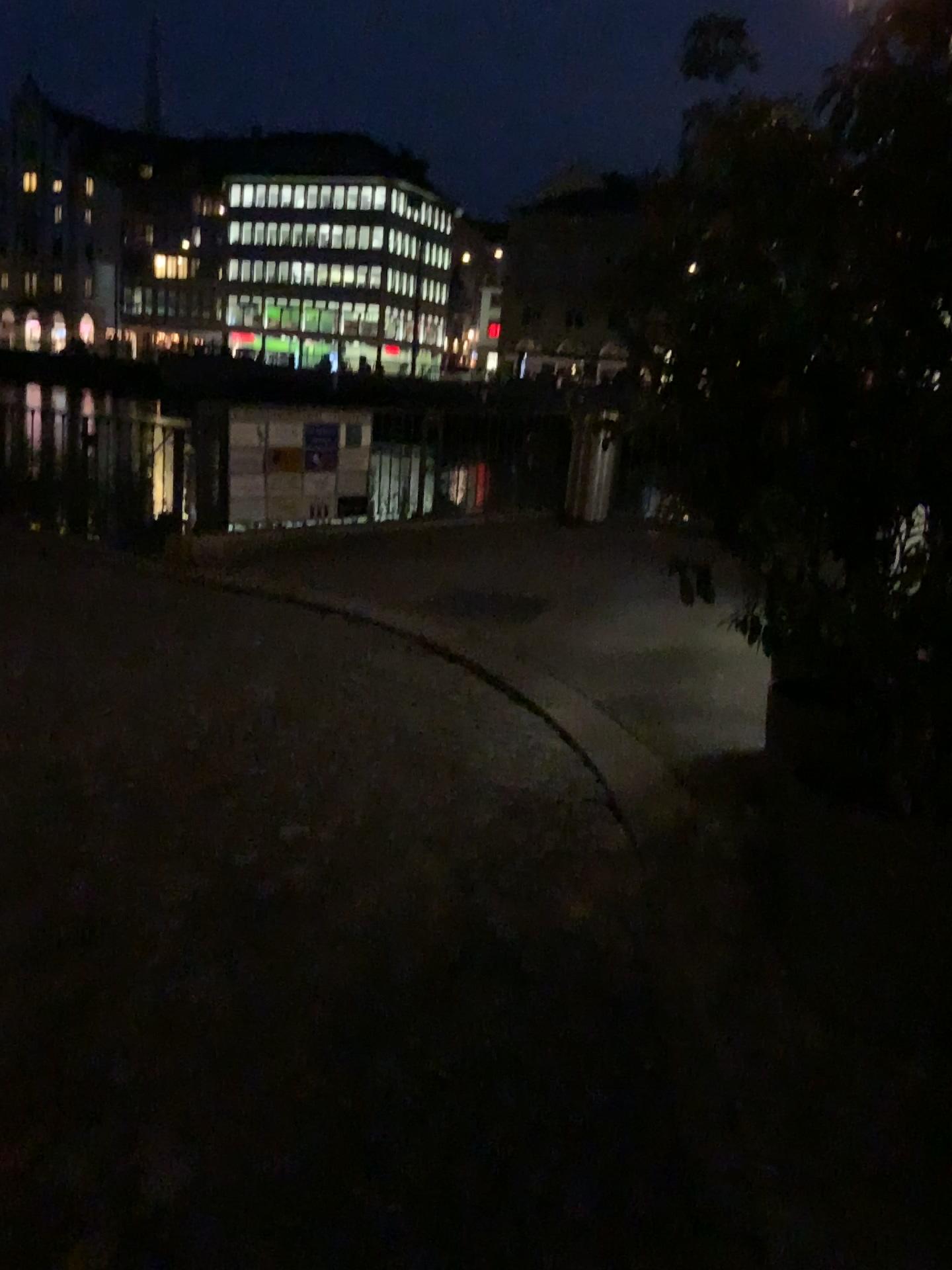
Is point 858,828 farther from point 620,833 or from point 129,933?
point 129,933
